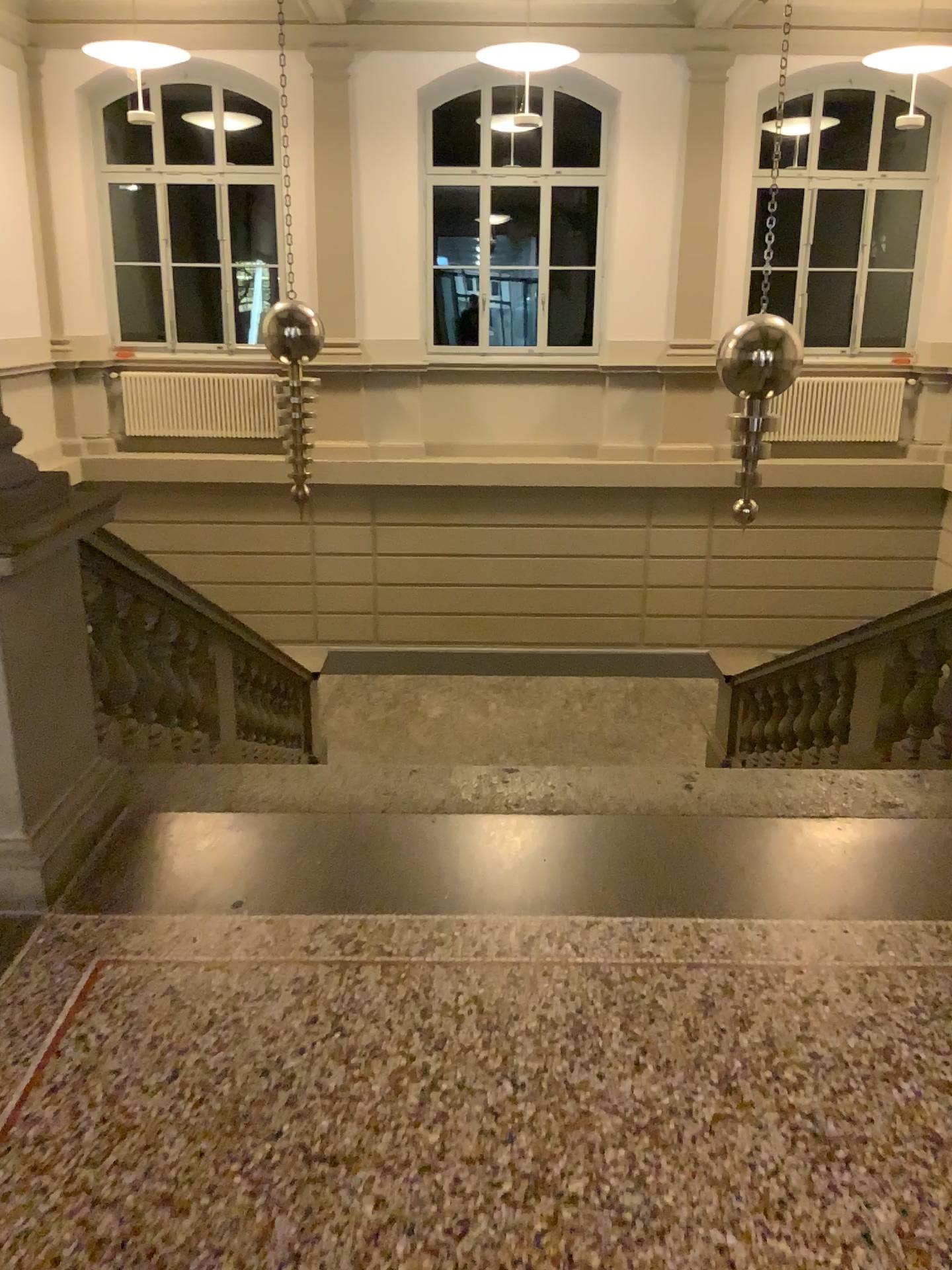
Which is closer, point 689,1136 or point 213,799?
point 689,1136
